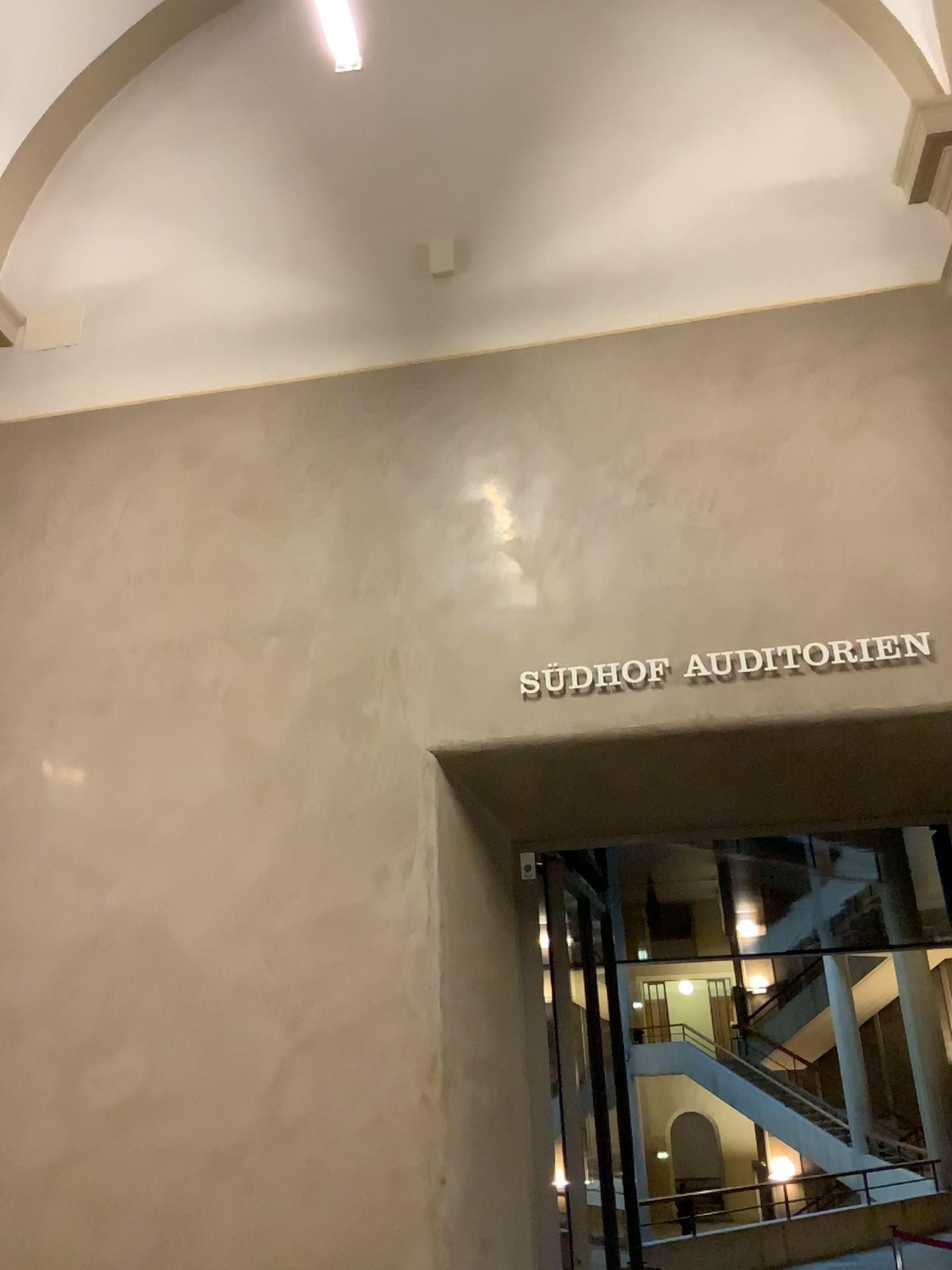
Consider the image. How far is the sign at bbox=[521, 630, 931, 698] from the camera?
3.1 meters

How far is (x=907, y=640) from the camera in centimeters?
314cm

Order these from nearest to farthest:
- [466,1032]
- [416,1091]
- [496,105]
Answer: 1. [416,1091]
2. [466,1032]
3. [496,105]
